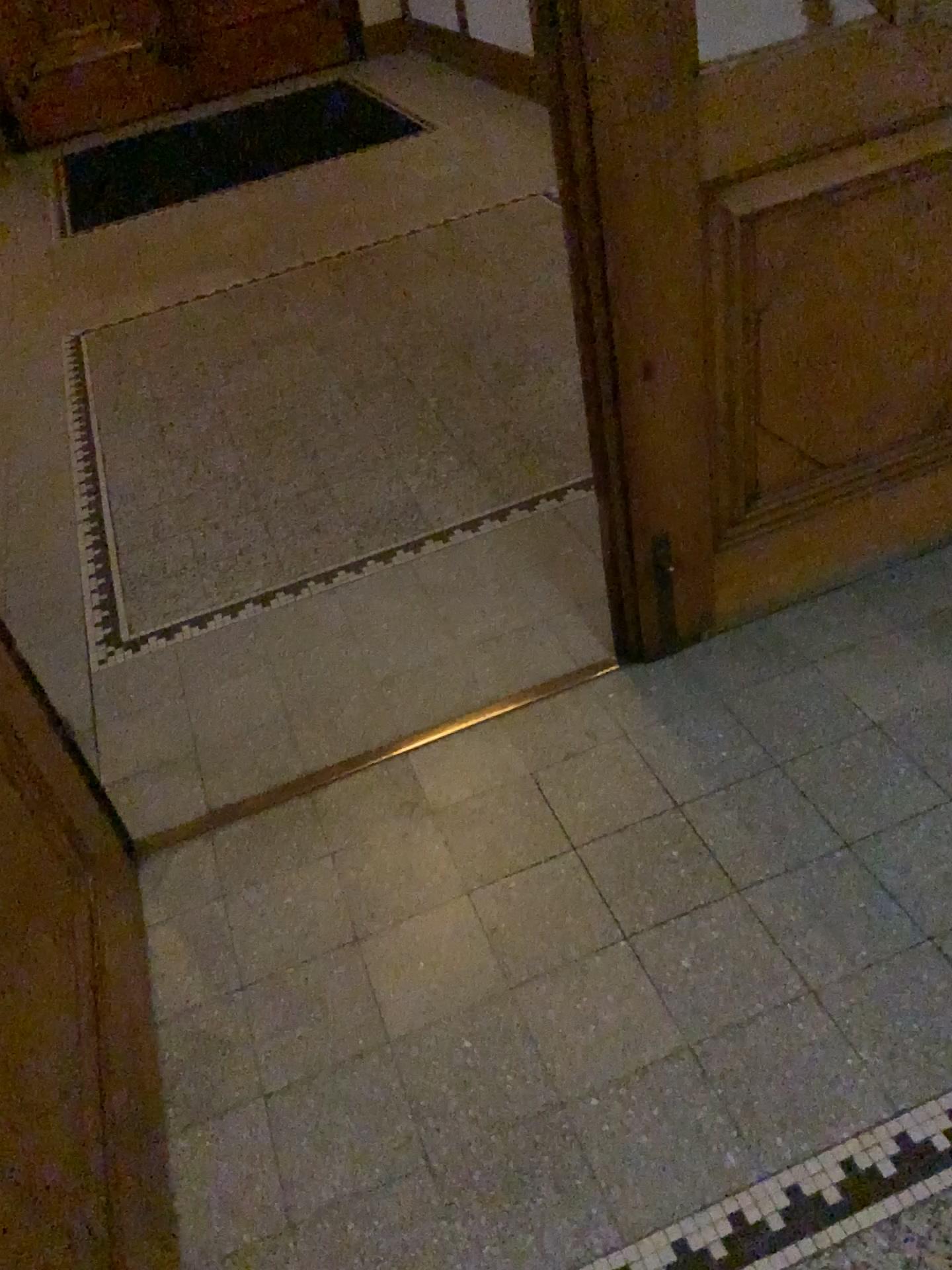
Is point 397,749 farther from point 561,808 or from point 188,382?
point 188,382

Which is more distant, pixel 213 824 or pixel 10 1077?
pixel 213 824

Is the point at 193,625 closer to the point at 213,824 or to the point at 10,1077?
the point at 213,824

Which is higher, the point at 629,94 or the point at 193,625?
the point at 629,94

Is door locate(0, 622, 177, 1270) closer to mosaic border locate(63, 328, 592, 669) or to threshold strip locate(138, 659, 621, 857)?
threshold strip locate(138, 659, 621, 857)

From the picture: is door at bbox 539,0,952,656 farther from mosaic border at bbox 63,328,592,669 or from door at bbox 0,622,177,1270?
door at bbox 0,622,177,1270

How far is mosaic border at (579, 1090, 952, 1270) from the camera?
1.29m

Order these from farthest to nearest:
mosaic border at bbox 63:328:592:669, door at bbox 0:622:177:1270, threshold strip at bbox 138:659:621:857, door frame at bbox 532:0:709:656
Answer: mosaic border at bbox 63:328:592:669, threshold strip at bbox 138:659:621:857, door frame at bbox 532:0:709:656, door at bbox 0:622:177:1270

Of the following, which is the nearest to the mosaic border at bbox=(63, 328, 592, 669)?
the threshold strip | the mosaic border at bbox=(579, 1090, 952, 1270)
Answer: the threshold strip

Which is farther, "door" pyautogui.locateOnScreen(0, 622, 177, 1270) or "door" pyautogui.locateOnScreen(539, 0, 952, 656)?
"door" pyautogui.locateOnScreen(539, 0, 952, 656)
